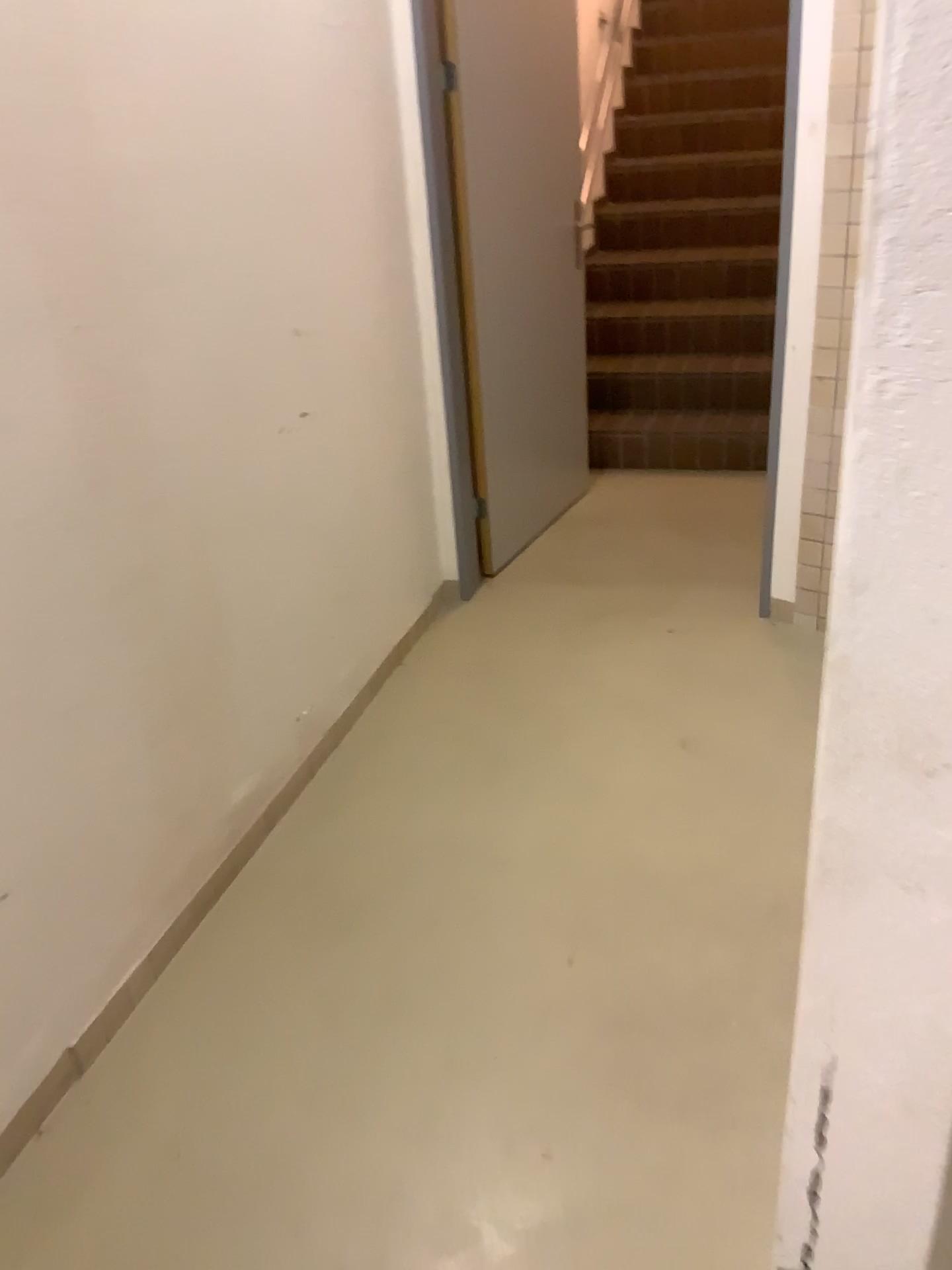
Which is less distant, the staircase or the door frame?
the door frame

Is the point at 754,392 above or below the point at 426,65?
below

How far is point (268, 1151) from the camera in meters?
1.6 m

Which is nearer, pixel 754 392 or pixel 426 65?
pixel 426 65
